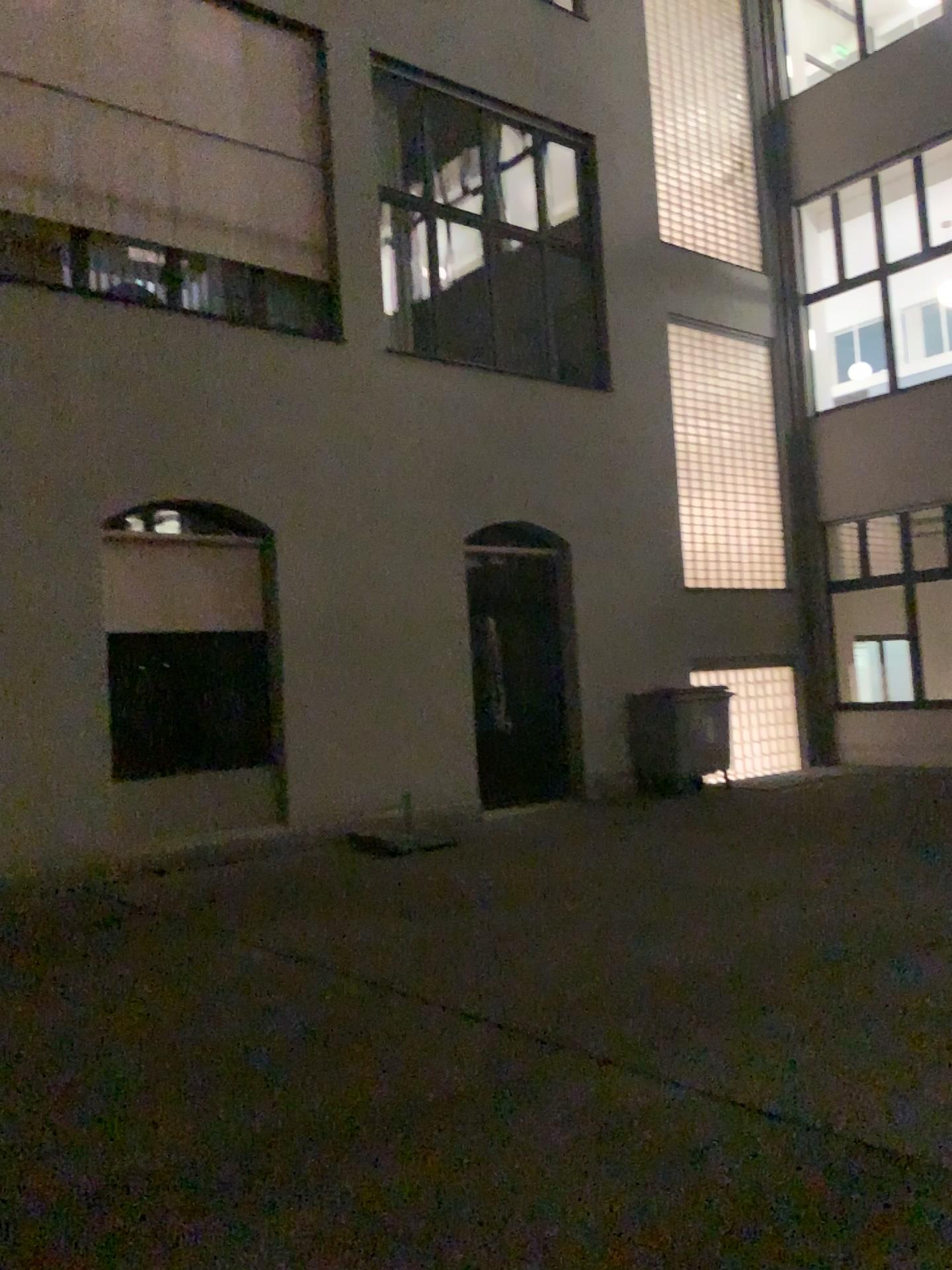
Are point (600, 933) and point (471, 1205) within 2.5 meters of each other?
no
